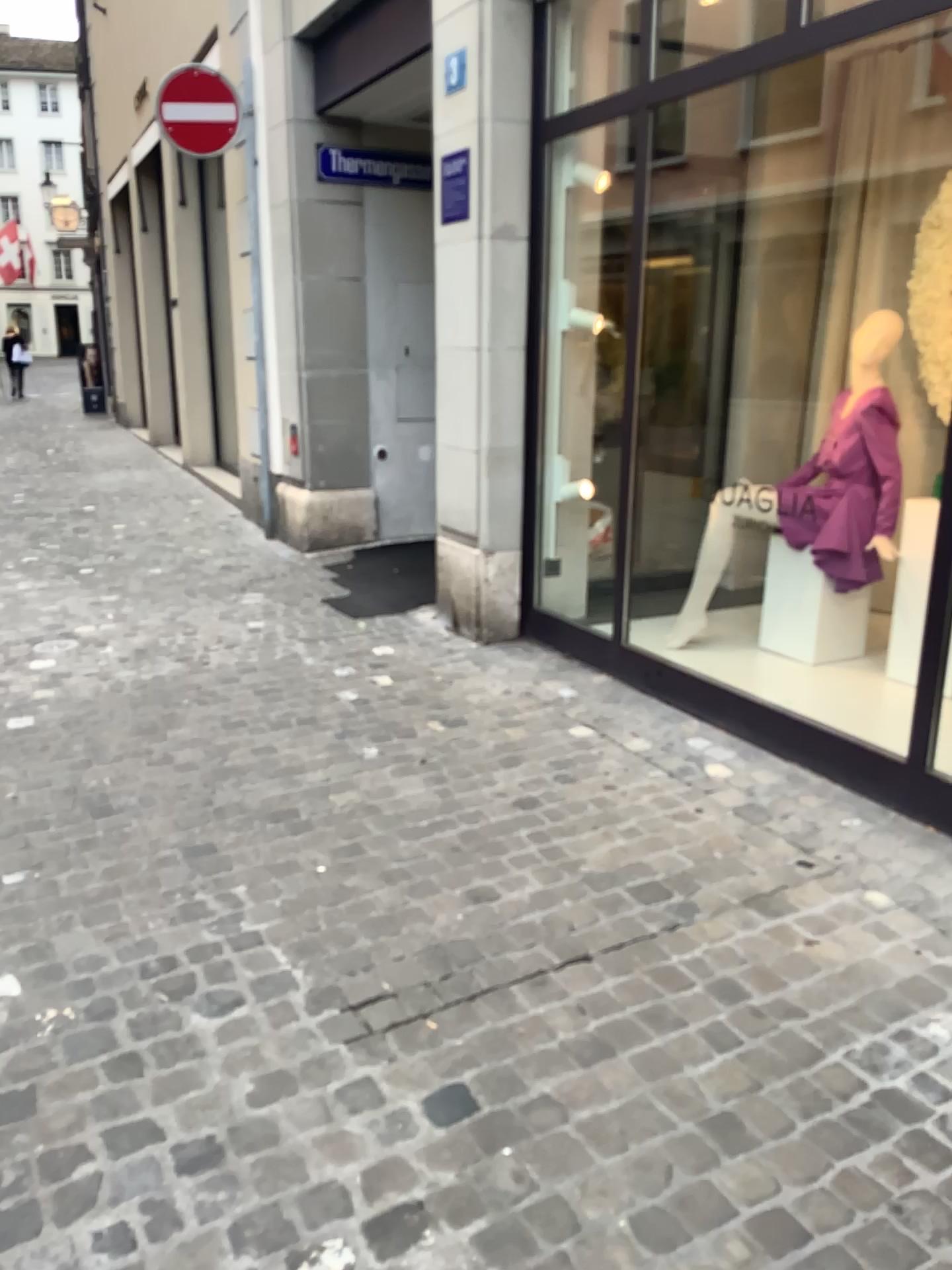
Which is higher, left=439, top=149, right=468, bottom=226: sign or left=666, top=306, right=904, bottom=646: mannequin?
left=439, top=149, right=468, bottom=226: sign

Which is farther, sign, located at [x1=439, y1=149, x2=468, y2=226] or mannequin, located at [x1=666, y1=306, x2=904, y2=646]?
sign, located at [x1=439, y1=149, x2=468, y2=226]

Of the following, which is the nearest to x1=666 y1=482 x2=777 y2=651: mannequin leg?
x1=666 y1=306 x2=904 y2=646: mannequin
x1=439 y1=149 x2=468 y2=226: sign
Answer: x1=666 y1=306 x2=904 y2=646: mannequin

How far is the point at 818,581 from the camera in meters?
4.3

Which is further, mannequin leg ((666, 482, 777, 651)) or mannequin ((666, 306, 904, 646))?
mannequin leg ((666, 482, 777, 651))

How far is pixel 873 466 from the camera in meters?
4.1 m

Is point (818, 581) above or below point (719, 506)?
below

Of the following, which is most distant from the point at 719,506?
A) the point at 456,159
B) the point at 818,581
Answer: the point at 456,159

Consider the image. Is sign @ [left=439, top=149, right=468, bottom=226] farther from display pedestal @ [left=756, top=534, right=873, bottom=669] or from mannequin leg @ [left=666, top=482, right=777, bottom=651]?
display pedestal @ [left=756, top=534, right=873, bottom=669]

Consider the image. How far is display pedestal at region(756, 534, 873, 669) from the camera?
4.3 meters
